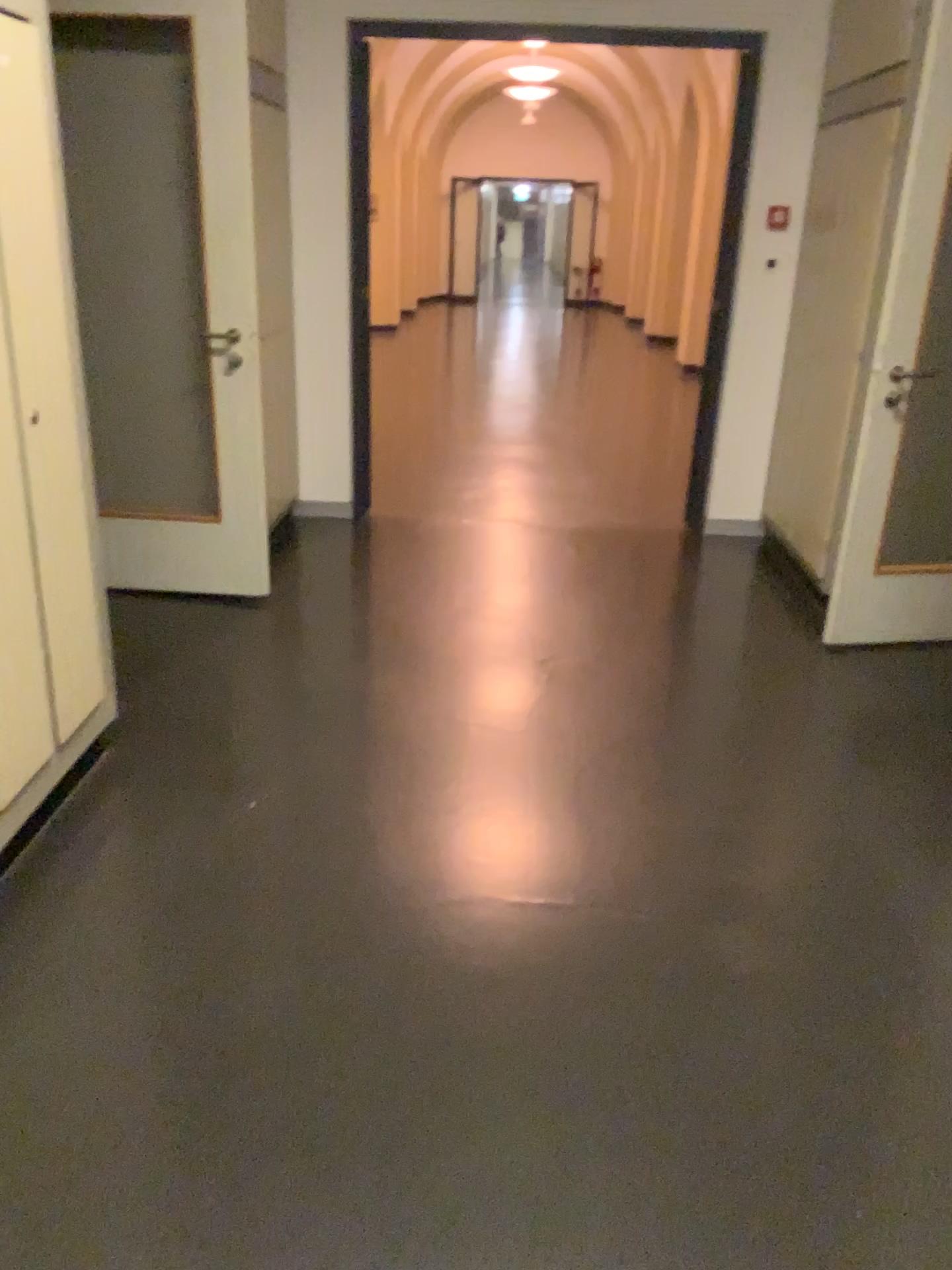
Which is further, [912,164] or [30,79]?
[912,164]

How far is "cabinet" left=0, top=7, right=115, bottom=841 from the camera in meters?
2.2 m

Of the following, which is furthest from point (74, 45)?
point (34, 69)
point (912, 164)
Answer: point (912, 164)

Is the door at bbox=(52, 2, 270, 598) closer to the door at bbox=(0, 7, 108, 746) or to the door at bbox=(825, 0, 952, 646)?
the door at bbox=(0, 7, 108, 746)

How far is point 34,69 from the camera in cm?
218

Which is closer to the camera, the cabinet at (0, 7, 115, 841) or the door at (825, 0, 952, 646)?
the cabinet at (0, 7, 115, 841)

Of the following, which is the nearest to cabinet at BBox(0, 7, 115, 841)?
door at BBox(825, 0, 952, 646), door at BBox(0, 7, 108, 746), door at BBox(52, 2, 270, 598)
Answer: door at BBox(0, 7, 108, 746)

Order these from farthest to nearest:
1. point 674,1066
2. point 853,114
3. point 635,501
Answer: point 635,501 < point 853,114 < point 674,1066

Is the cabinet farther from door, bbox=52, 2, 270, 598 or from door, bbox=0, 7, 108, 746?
door, bbox=52, 2, 270, 598

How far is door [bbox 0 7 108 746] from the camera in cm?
218
